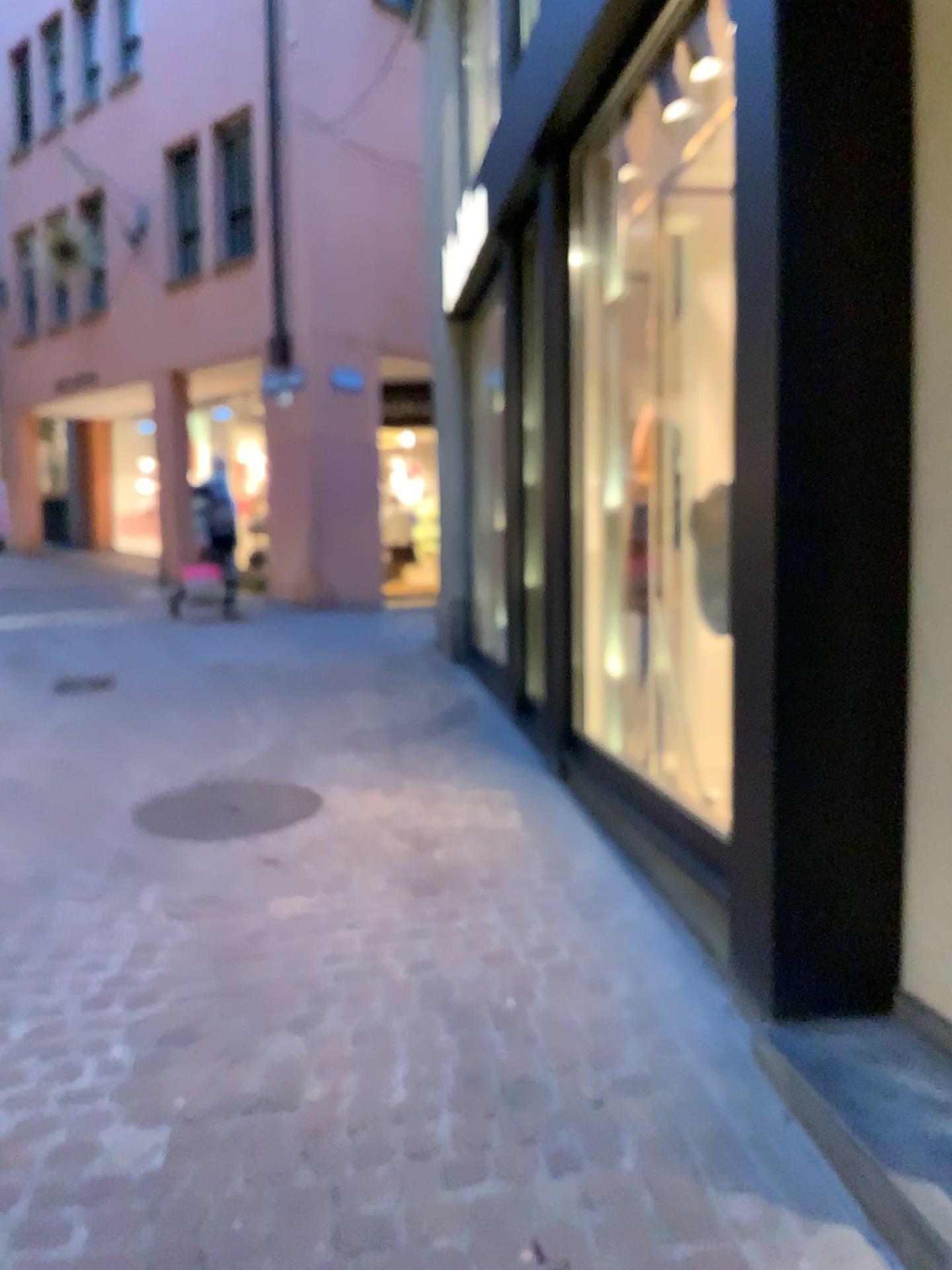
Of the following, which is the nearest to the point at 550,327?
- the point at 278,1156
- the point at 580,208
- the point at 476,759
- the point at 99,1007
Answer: the point at 580,208
